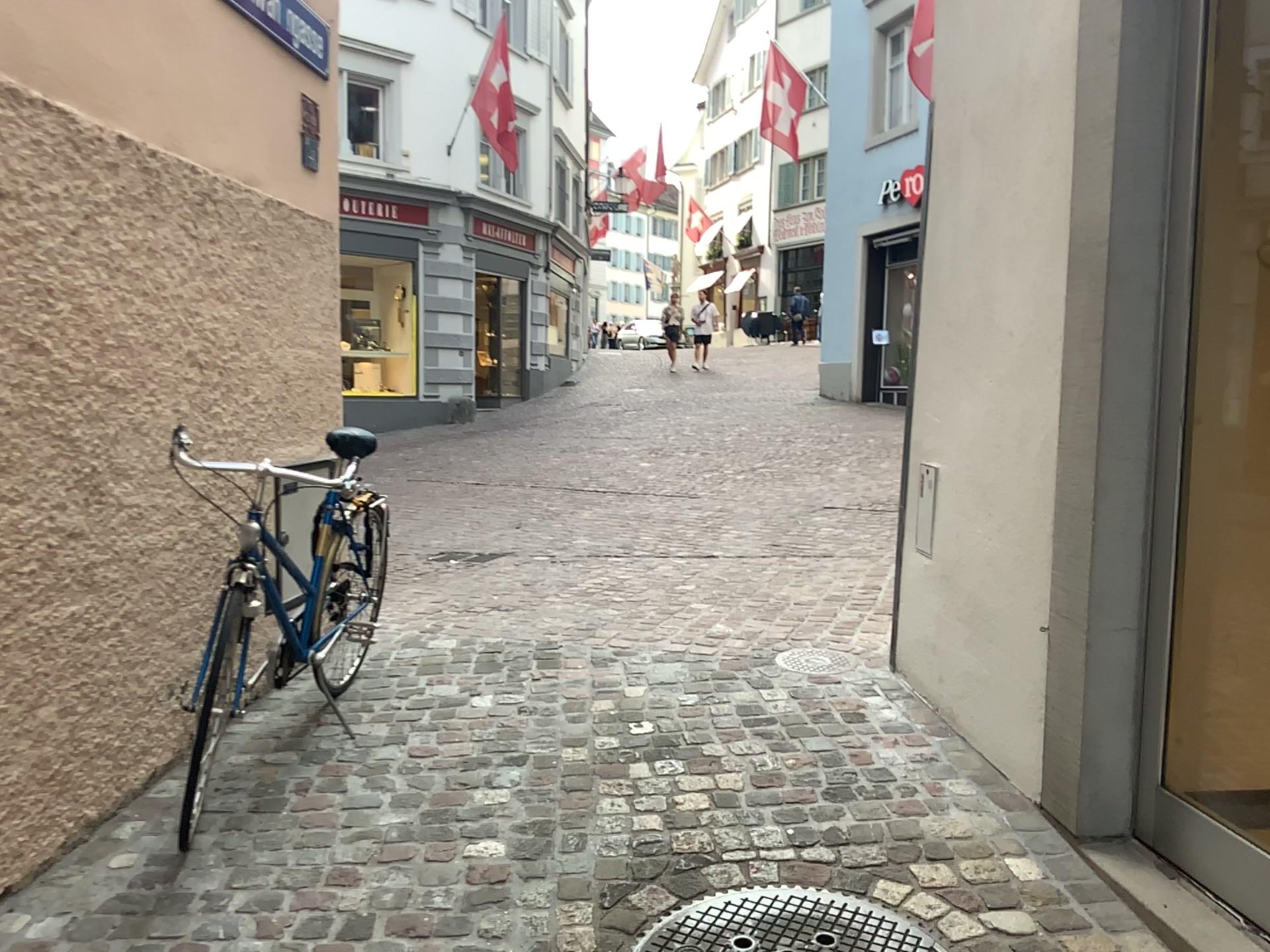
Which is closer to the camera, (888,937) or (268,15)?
(888,937)

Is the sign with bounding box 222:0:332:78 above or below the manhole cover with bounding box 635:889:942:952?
above

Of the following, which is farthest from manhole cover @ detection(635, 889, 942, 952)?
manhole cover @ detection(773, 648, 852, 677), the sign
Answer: the sign

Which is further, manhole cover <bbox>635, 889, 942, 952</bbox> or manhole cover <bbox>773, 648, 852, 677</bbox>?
manhole cover <bbox>773, 648, 852, 677</bbox>

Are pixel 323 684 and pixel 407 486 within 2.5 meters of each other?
no

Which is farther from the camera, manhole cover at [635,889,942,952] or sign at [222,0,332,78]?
sign at [222,0,332,78]

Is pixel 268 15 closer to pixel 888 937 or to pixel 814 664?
pixel 814 664

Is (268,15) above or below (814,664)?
above

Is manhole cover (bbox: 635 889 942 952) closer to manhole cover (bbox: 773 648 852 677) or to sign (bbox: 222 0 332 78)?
manhole cover (bbox: 773 648 852 677)

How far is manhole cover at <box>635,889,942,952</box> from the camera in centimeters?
220cm
